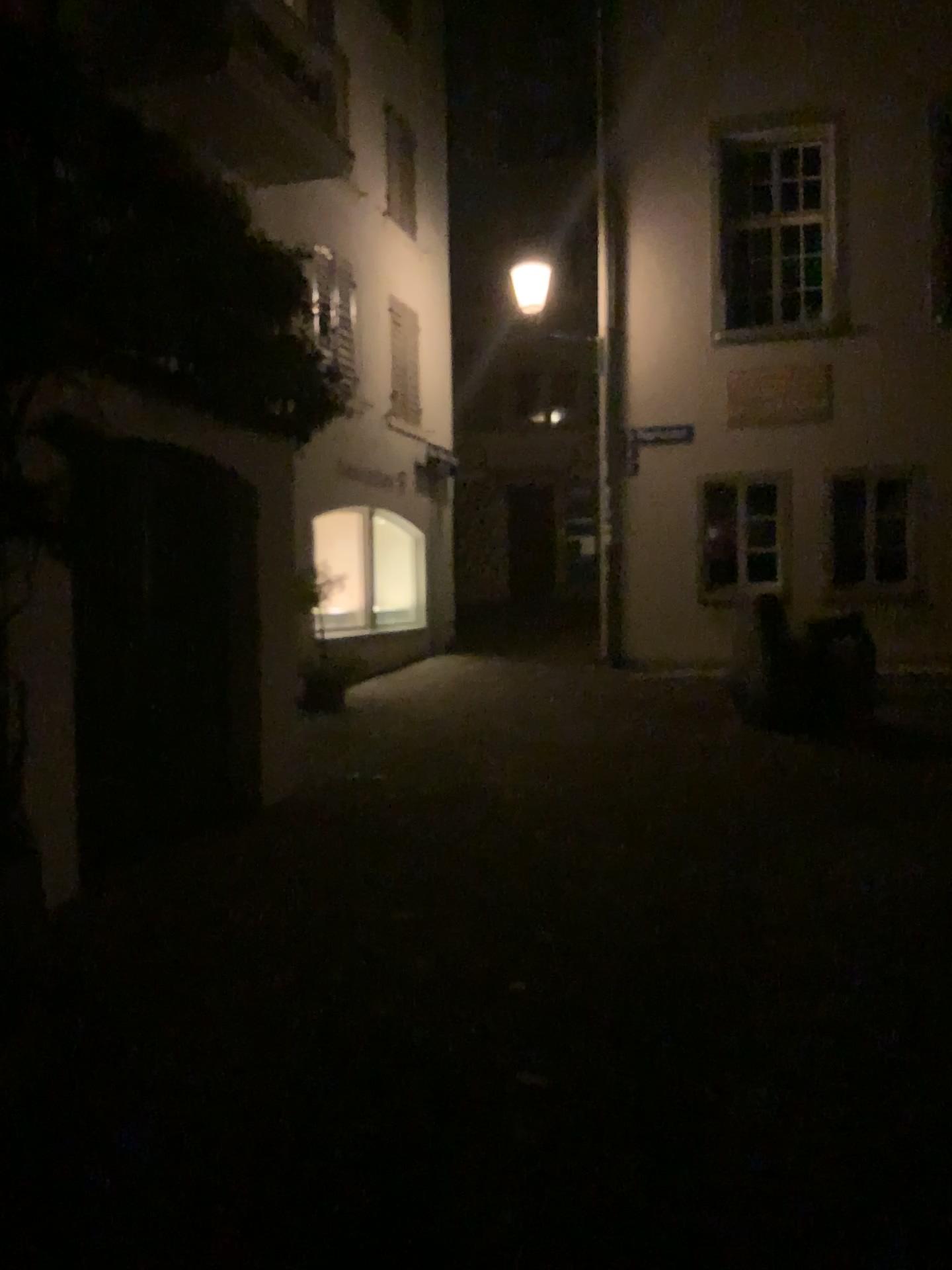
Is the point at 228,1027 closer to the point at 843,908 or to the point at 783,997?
the point at 783,997
